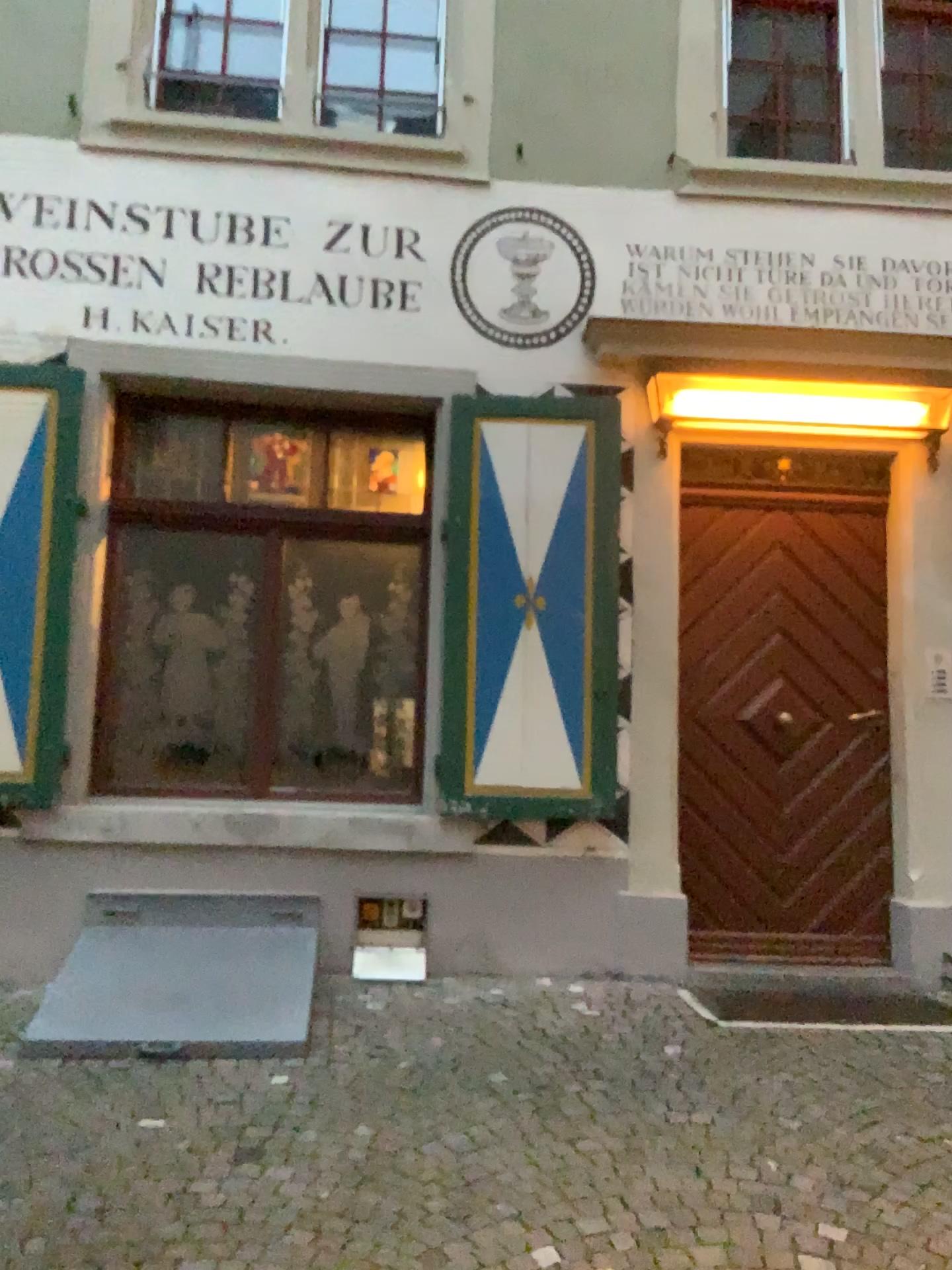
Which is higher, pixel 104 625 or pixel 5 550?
pixel 5 550

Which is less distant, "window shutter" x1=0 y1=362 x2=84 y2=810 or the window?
"window shutter" x1=0 y1=362 x2=84 y2=810

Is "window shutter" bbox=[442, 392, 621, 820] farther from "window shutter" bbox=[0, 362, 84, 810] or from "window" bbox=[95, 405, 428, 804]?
"window shutter" bbox=[0, 362, 84, 810]

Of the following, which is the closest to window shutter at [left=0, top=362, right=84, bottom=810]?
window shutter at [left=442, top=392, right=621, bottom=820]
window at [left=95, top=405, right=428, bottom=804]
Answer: window at [left=95, top=405, right=428, bottom=804]

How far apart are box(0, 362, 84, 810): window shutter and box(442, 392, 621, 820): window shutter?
1.7 meters

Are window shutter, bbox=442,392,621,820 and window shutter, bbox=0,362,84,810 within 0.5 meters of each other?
no

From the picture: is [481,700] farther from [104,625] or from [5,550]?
[5,550]

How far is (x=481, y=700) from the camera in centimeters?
468cm

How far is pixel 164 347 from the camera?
4.8 meters

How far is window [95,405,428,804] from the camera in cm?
486
